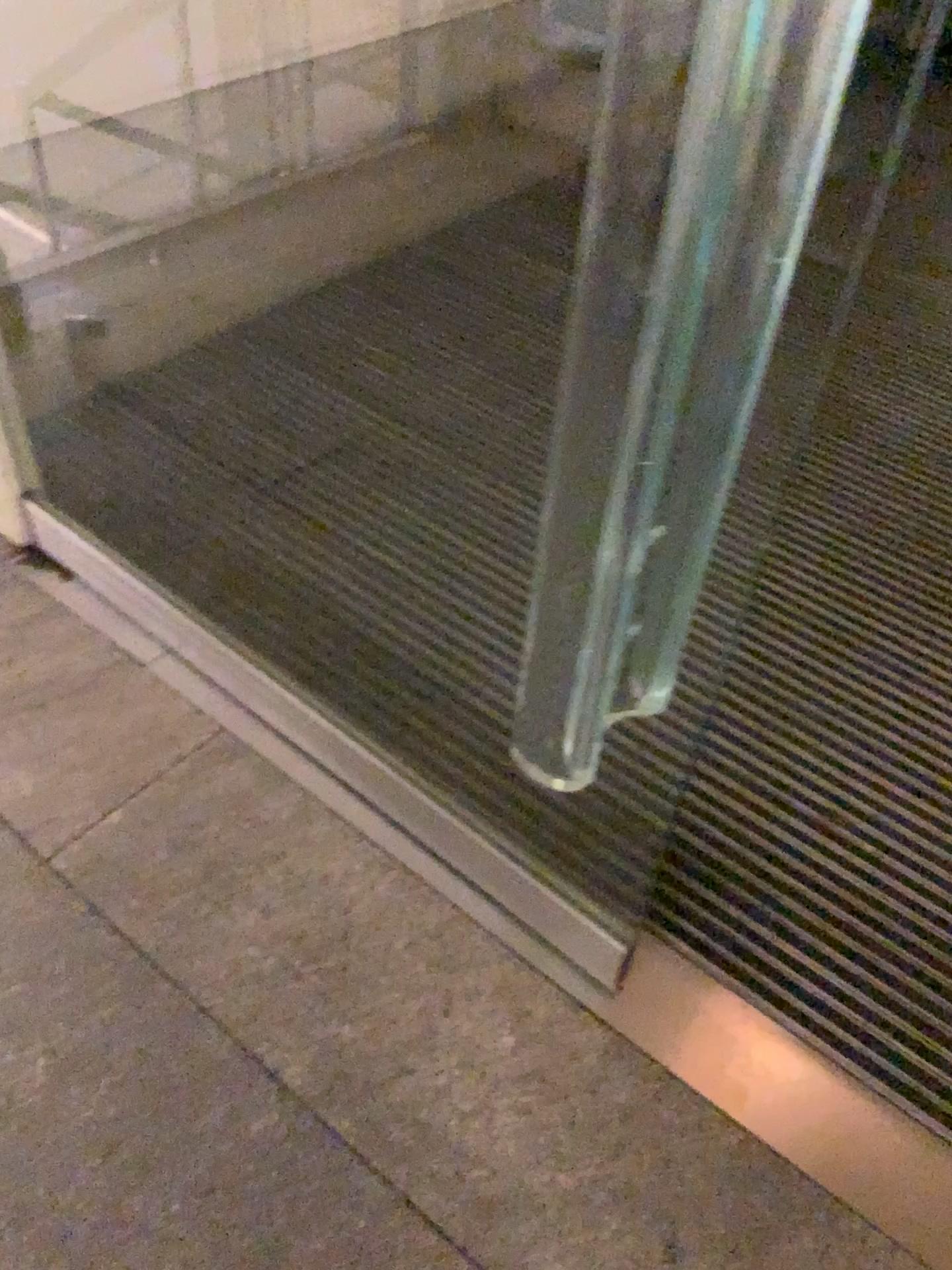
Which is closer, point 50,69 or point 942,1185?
point 942,1185

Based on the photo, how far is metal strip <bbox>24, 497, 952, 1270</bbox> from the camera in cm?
118

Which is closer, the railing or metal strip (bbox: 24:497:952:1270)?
metal strip (bbox: 24:497:952:1270)

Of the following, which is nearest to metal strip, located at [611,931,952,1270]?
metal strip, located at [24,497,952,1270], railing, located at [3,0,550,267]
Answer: metal strip, located at [24,497,952,1270]

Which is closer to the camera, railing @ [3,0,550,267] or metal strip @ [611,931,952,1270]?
metal strip @ [611,931,952,1270]

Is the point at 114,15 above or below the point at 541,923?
above

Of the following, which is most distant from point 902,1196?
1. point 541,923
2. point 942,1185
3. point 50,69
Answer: point 50,69

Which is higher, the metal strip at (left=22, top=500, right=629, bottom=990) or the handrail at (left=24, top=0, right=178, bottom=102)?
the handrail at (left=24, top=0, right=178, bottom=102)

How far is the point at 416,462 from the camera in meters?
2.1

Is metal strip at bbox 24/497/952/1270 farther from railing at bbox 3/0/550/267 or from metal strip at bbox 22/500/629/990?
railing at bbox 3/0/550/267
